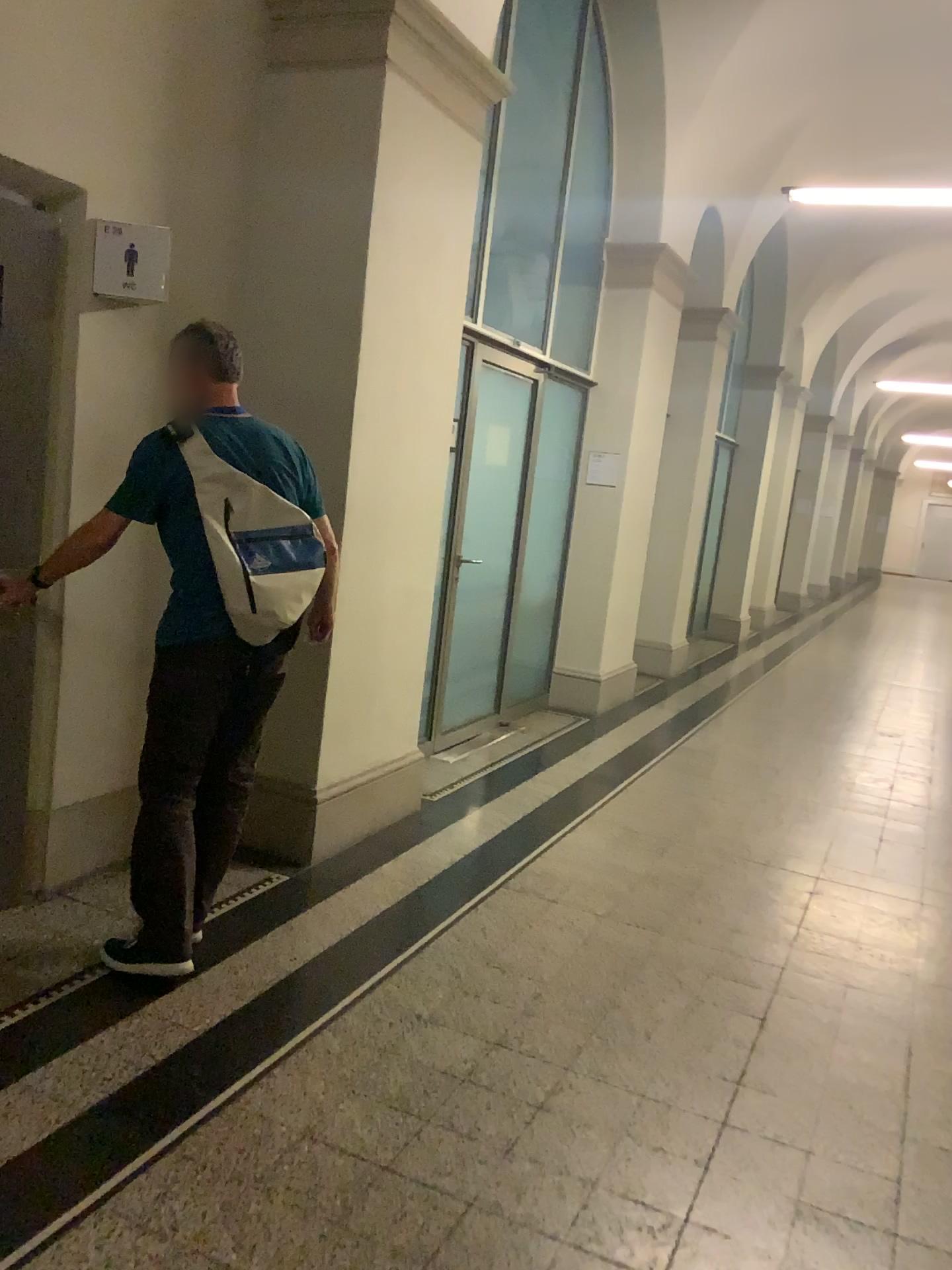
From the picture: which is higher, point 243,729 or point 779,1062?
point 243,729

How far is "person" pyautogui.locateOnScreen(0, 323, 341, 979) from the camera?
2.91m

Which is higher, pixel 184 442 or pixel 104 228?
pixel 104 228

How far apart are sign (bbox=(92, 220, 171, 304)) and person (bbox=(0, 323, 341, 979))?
0.3 meters

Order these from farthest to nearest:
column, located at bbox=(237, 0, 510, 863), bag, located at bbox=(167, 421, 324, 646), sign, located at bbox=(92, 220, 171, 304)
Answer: column, located at bbox=(237, 0, 510, 863)
sign, located at bbox=(92, 220, 171, 304)
bag, located at bbox=(167, 421, 324, 646)

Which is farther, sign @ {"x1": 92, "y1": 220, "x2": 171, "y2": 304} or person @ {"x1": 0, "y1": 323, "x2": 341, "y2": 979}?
sign @ {"x1": 92, "y1": 220, "x2": 171, "y2": 304}

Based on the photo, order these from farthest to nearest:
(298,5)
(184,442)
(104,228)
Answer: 1. (298,5)
2. (104,228)
3. (184,442)

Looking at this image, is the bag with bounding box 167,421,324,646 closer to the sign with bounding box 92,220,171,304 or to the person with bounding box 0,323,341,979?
the person with bounding box 0,323,341,979

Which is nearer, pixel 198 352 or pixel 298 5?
pixel 198 352

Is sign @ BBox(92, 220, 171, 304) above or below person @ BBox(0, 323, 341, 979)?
above
